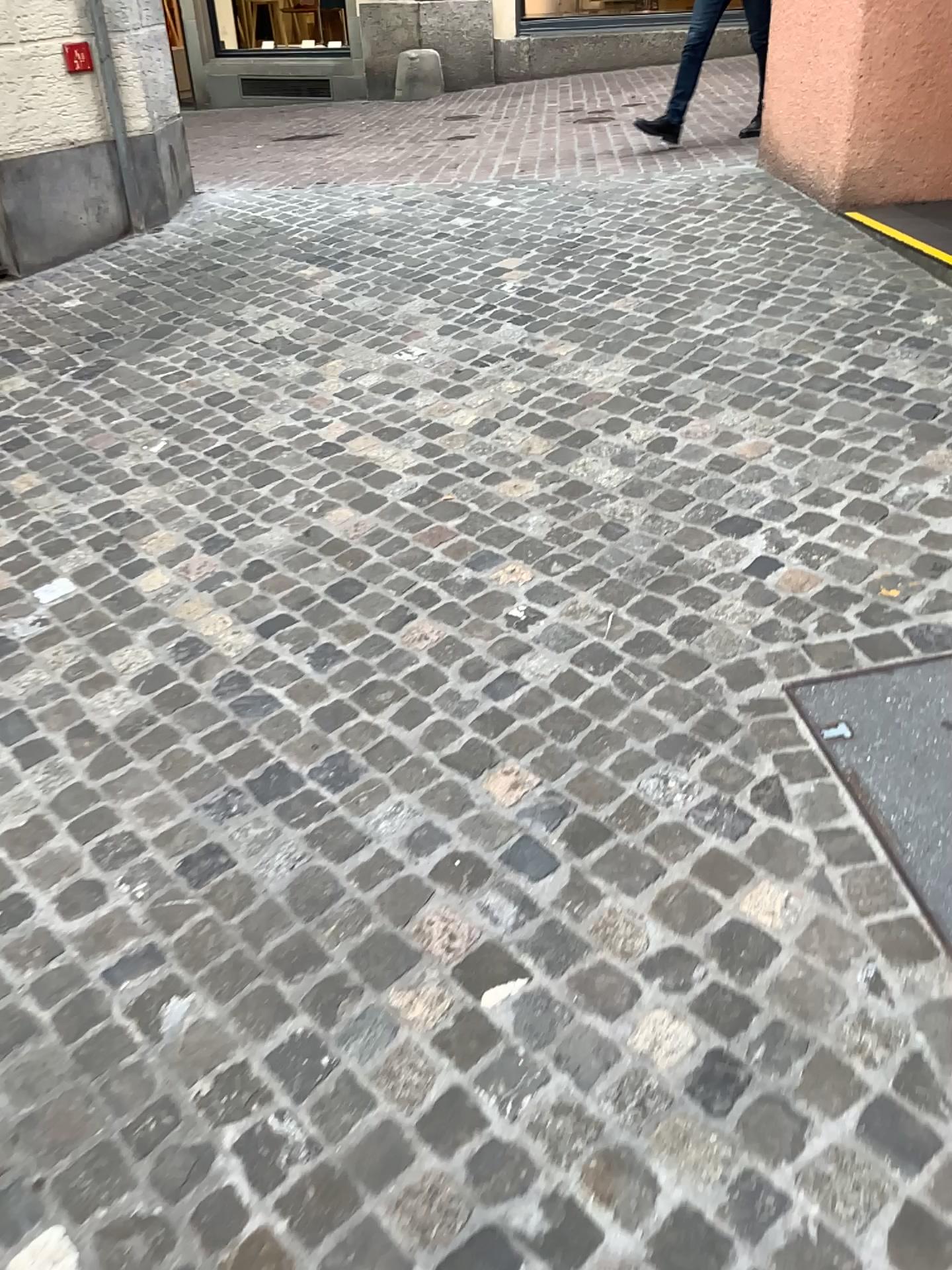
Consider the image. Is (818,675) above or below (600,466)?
below
